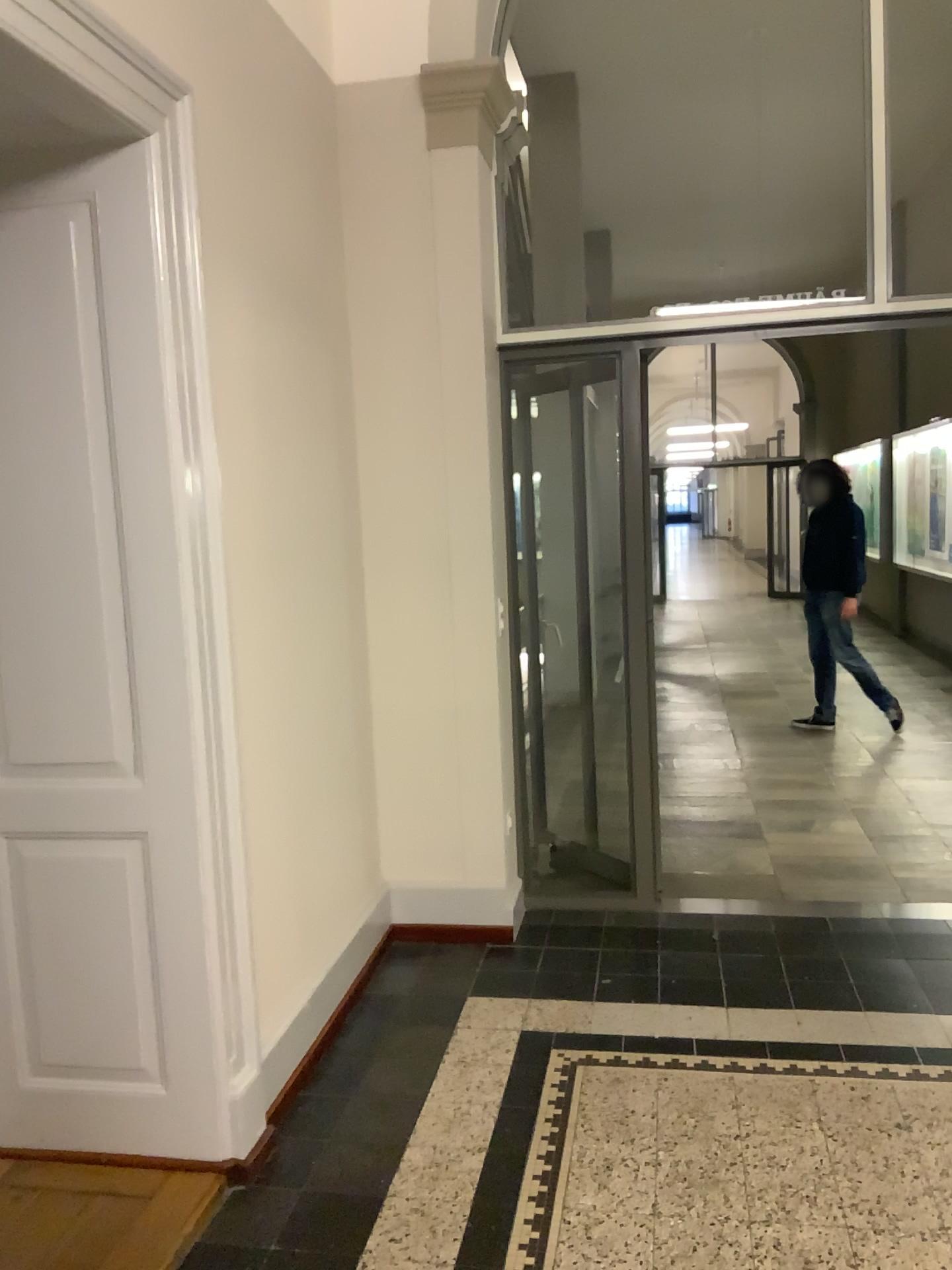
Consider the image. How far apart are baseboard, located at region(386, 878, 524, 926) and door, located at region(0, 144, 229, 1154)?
1.41m

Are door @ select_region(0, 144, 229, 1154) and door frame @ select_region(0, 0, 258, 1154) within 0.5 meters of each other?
yes

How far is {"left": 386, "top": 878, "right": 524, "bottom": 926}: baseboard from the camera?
3.8 meters

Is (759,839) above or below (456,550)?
below

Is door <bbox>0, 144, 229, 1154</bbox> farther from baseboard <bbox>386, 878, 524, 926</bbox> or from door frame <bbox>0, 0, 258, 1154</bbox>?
baseboard <bbox>386, 878, 524, 926</bbox>

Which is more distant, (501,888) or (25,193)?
(501,888)

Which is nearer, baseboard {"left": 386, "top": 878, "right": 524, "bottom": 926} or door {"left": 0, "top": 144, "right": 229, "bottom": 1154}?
door {"left": 0, "top": 144, "right": 229, "bottom": 1154}

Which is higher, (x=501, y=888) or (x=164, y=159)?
(x=164, y=159)

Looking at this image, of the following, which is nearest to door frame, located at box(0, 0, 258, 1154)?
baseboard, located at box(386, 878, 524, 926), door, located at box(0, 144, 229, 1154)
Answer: door, located at box(0, 144, 229, 1154)

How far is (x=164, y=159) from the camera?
2.3m
